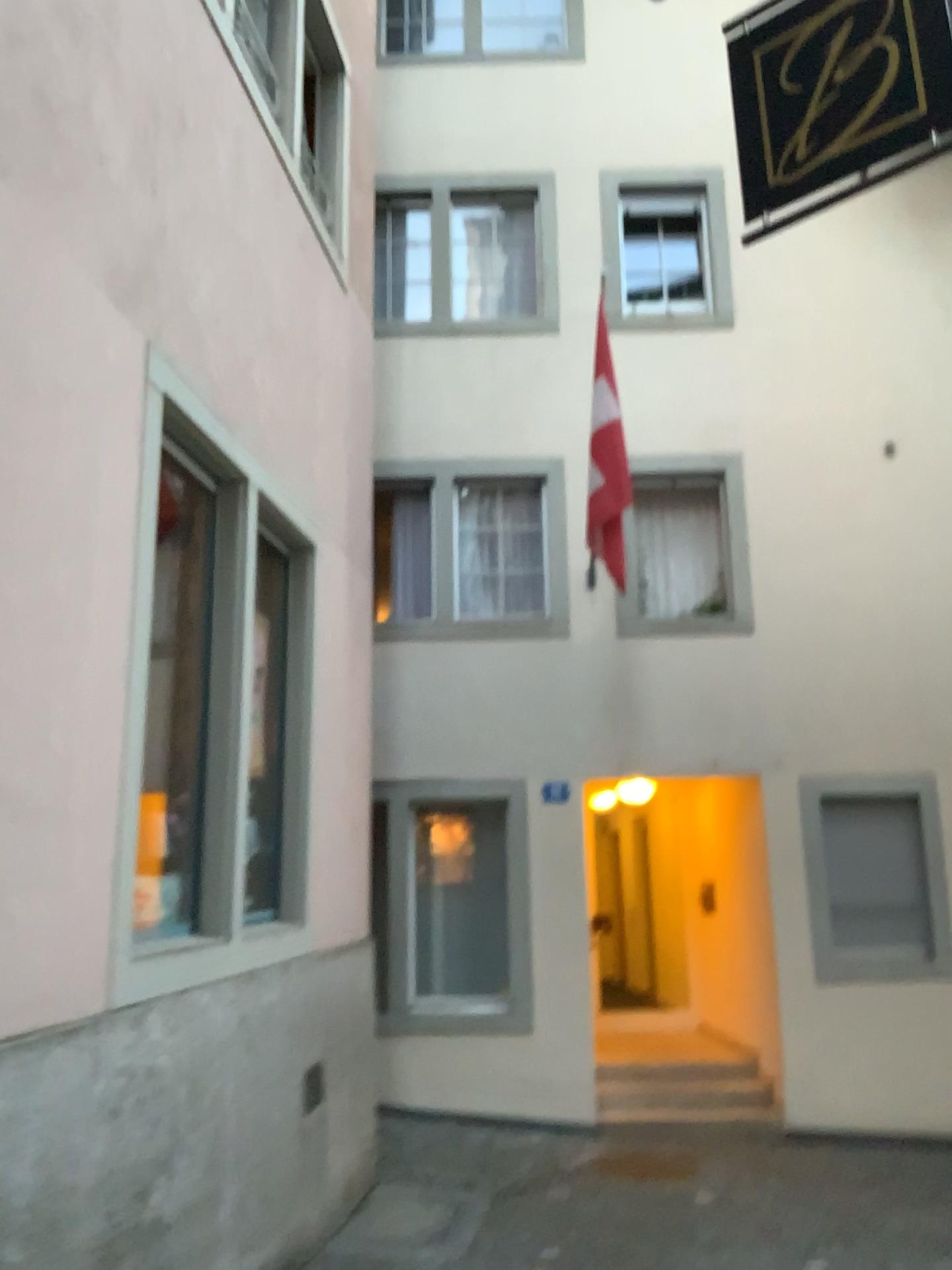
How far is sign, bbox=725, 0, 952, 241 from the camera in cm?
223

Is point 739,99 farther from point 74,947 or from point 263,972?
point 263,972

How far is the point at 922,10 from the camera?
2.2m
